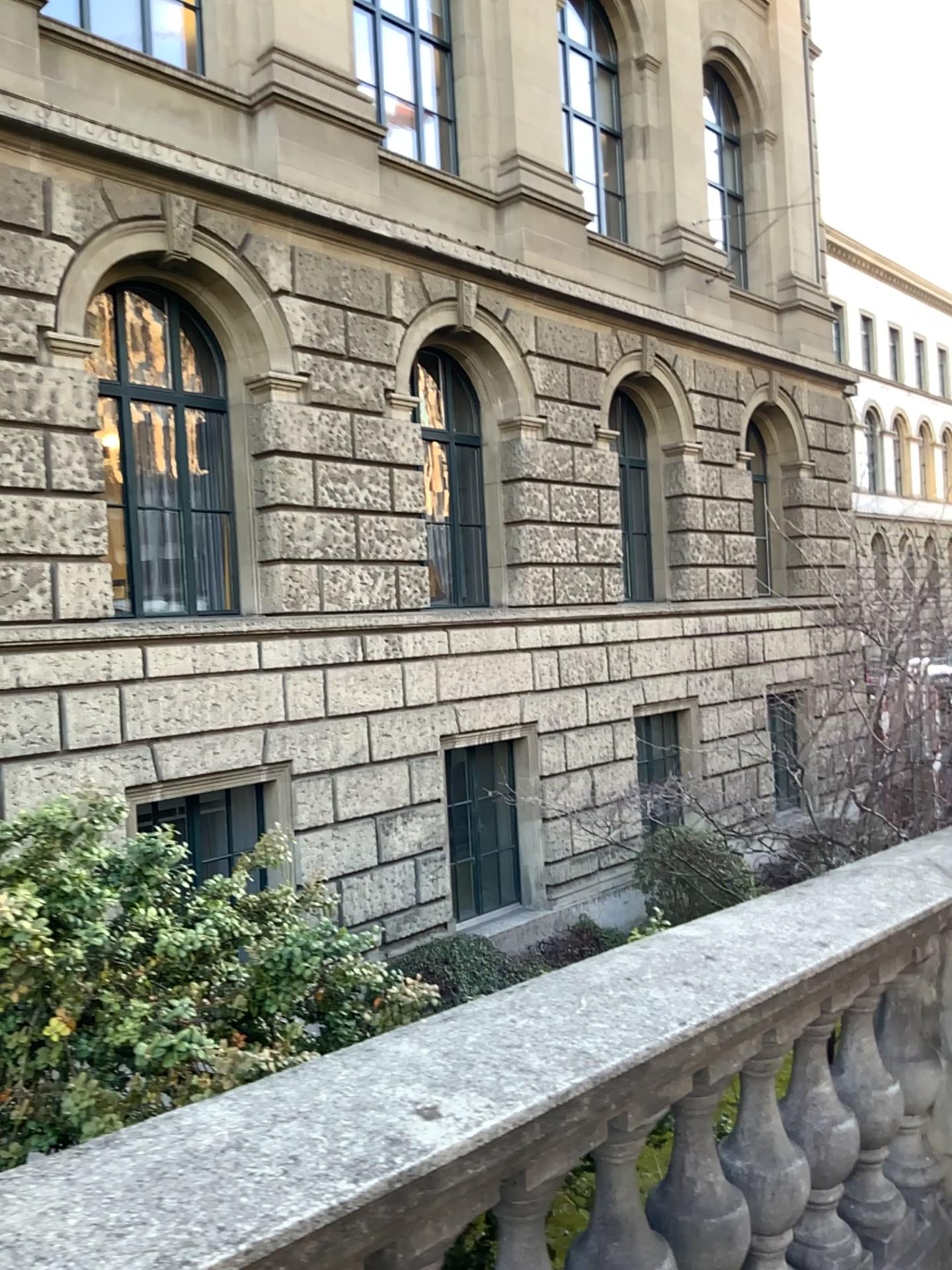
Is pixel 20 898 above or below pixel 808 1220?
above

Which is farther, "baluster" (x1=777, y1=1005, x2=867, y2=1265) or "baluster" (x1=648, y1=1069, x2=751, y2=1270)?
"baluster" (x1=777, y1=1005, x2=867, y2=1265)

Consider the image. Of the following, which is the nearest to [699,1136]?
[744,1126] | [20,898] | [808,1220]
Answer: [744,1126]

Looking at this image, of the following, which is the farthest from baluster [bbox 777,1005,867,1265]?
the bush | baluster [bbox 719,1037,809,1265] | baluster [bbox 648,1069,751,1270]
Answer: the bush

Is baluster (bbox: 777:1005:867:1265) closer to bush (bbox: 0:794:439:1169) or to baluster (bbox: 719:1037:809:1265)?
baluster (bbox: 719:1037:809:1265)

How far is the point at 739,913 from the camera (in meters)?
2.35

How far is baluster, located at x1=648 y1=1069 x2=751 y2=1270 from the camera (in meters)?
1.97

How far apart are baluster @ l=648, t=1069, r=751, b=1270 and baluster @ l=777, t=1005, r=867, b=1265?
0.4 meters

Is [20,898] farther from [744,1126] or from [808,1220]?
[808,1220]

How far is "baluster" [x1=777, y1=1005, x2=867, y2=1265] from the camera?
2.3m
